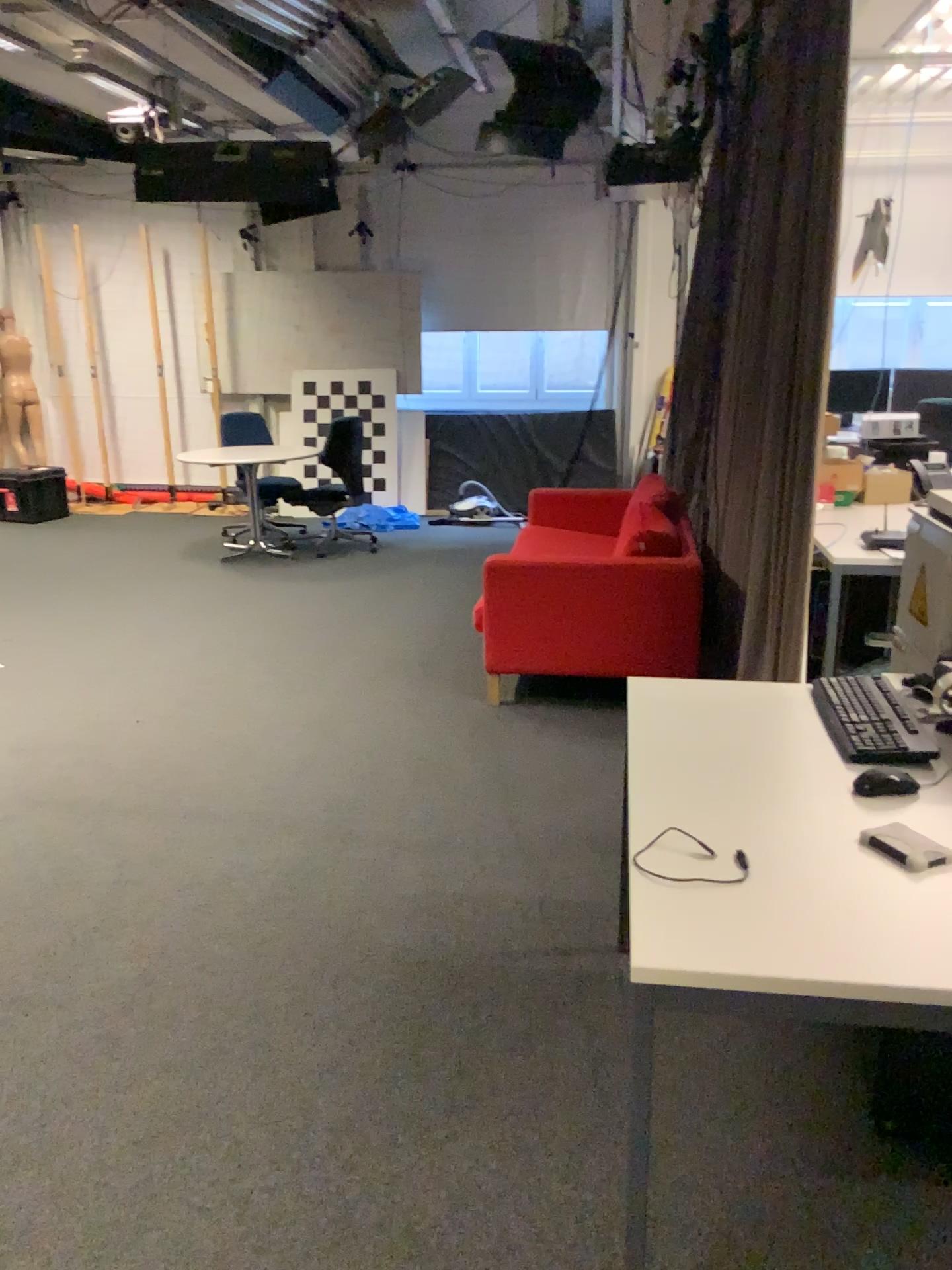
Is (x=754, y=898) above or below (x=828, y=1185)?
above

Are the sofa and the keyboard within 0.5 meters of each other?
no

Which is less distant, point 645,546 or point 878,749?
point 878,749

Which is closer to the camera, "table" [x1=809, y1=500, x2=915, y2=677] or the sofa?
"table" [x1=809, y1=500, x2=915, y2=677]

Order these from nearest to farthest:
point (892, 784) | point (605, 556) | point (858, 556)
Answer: point (892, 784) < point (858, 556) < point (605, 556)

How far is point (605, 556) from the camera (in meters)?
4.28

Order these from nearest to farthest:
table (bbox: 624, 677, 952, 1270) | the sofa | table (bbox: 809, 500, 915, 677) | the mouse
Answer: table (bbox: 624, 677, 952, 1270)
the mouse
table (bbox: 809, 500, 915, 677)
the sofa

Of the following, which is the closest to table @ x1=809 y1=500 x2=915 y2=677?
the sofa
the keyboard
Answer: the sofa

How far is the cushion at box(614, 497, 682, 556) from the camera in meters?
4.3

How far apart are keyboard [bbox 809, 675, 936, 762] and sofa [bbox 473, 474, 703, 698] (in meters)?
1.83
